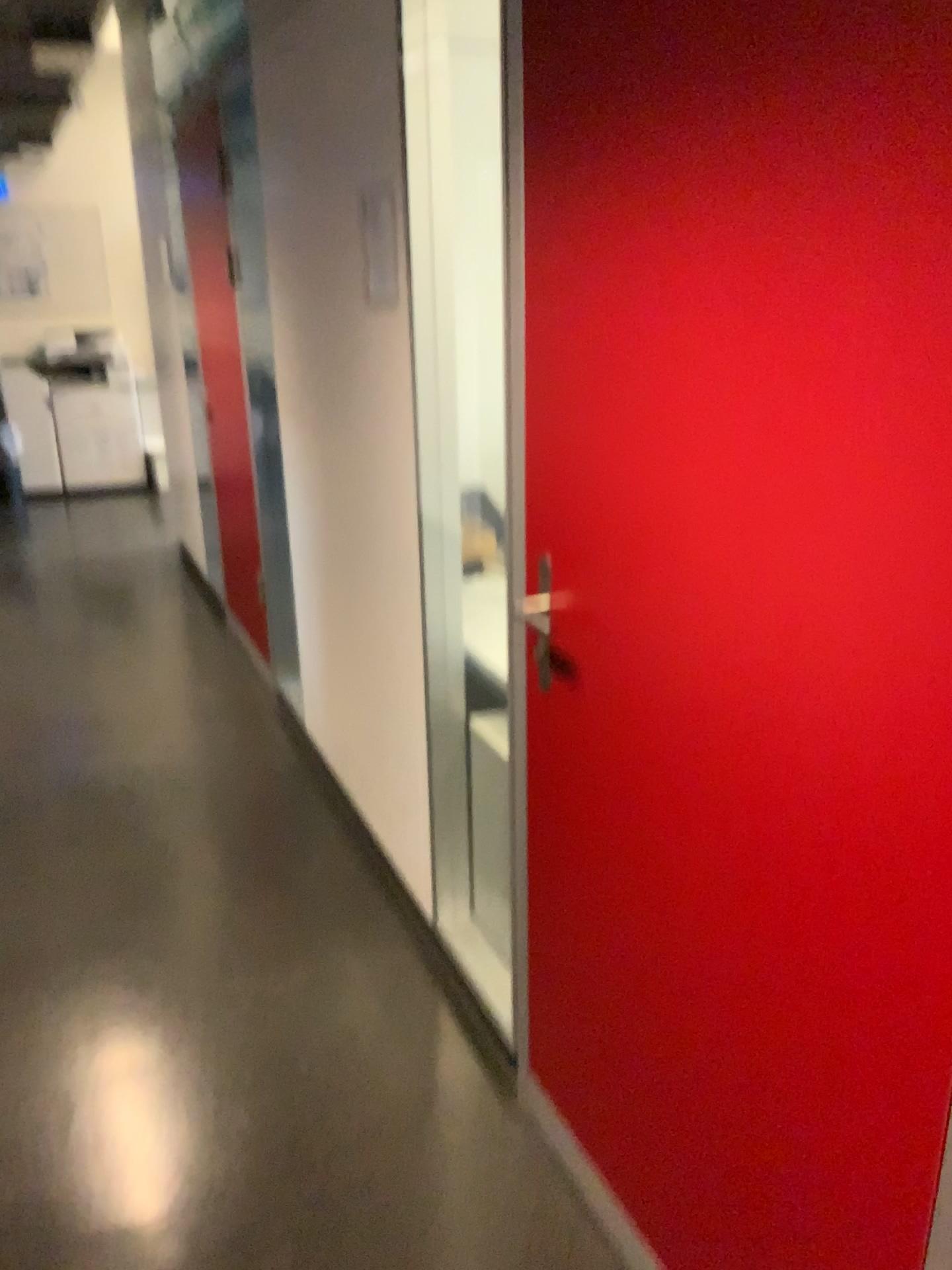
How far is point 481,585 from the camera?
2.54m

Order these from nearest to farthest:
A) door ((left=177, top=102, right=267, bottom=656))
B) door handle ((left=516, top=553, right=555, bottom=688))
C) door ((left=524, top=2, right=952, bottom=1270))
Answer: door ((left=524, top=2, right=952, bottom=1270)) → door handle ((left=516, top=553, right=555, bottom=688)) → door ((left=177, top=102, right=267, bottom=656))

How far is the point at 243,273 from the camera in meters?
3.7 m

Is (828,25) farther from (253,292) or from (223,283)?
(223,283)

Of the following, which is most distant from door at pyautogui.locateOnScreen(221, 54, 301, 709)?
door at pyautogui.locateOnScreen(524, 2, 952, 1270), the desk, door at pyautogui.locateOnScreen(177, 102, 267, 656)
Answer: door at pyautogui.locateOnScreen(524, 2, 952, 1270)

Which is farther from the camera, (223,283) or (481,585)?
(223,283)

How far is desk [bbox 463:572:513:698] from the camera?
2.5 meters

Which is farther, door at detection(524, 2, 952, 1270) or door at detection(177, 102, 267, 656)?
door at detection(177, 102, 267, 656)

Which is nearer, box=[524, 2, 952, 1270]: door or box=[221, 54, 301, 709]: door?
box=[524, 2, 952, 1270]: door

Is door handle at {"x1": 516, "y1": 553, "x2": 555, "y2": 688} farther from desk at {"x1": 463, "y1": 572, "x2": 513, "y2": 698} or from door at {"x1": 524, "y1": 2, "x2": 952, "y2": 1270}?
desk at {"x1": 463, "y1": 572, "x2": 513, "y2": 698}
